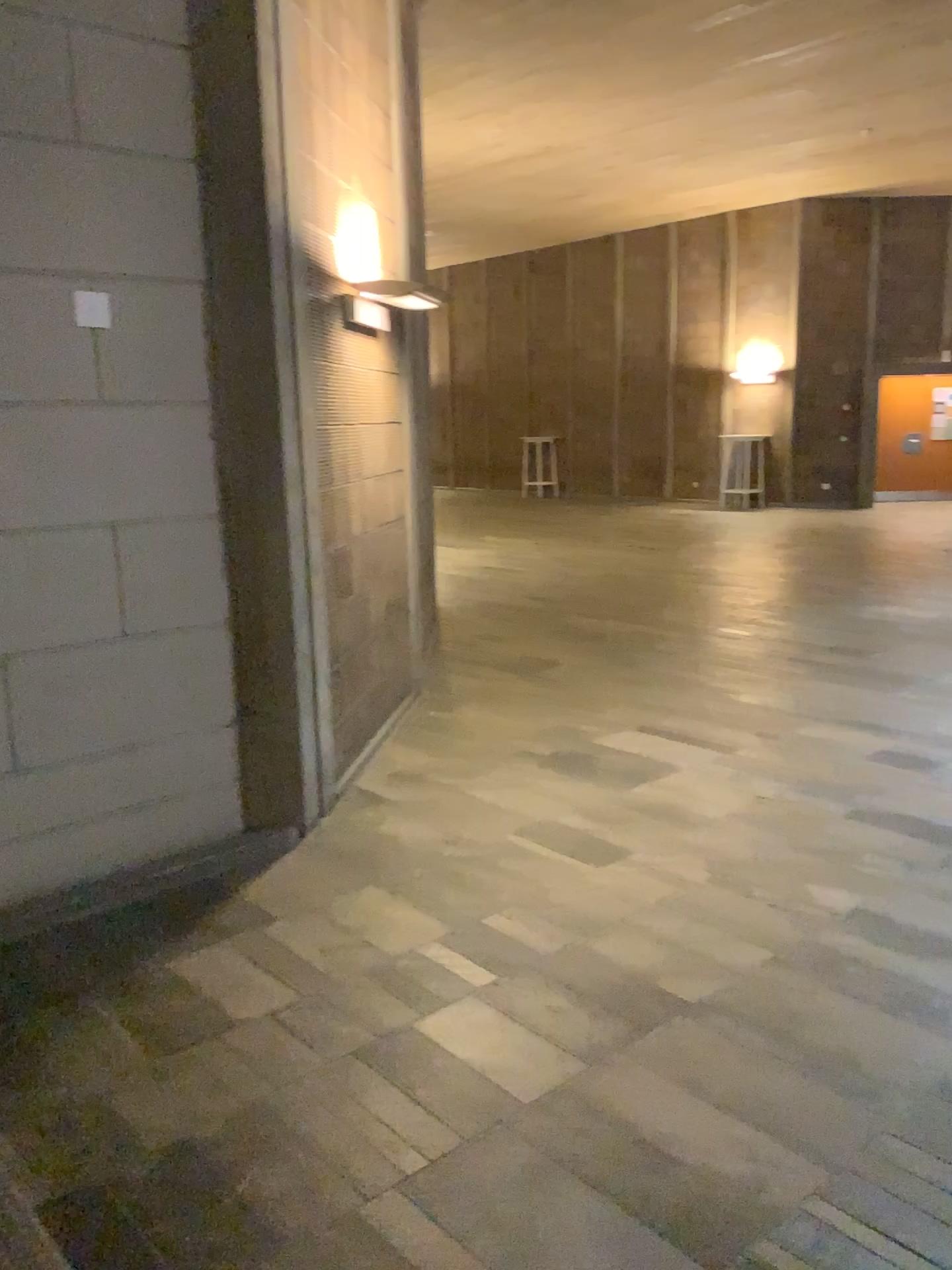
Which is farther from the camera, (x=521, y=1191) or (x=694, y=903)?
(x=694, y=903)
